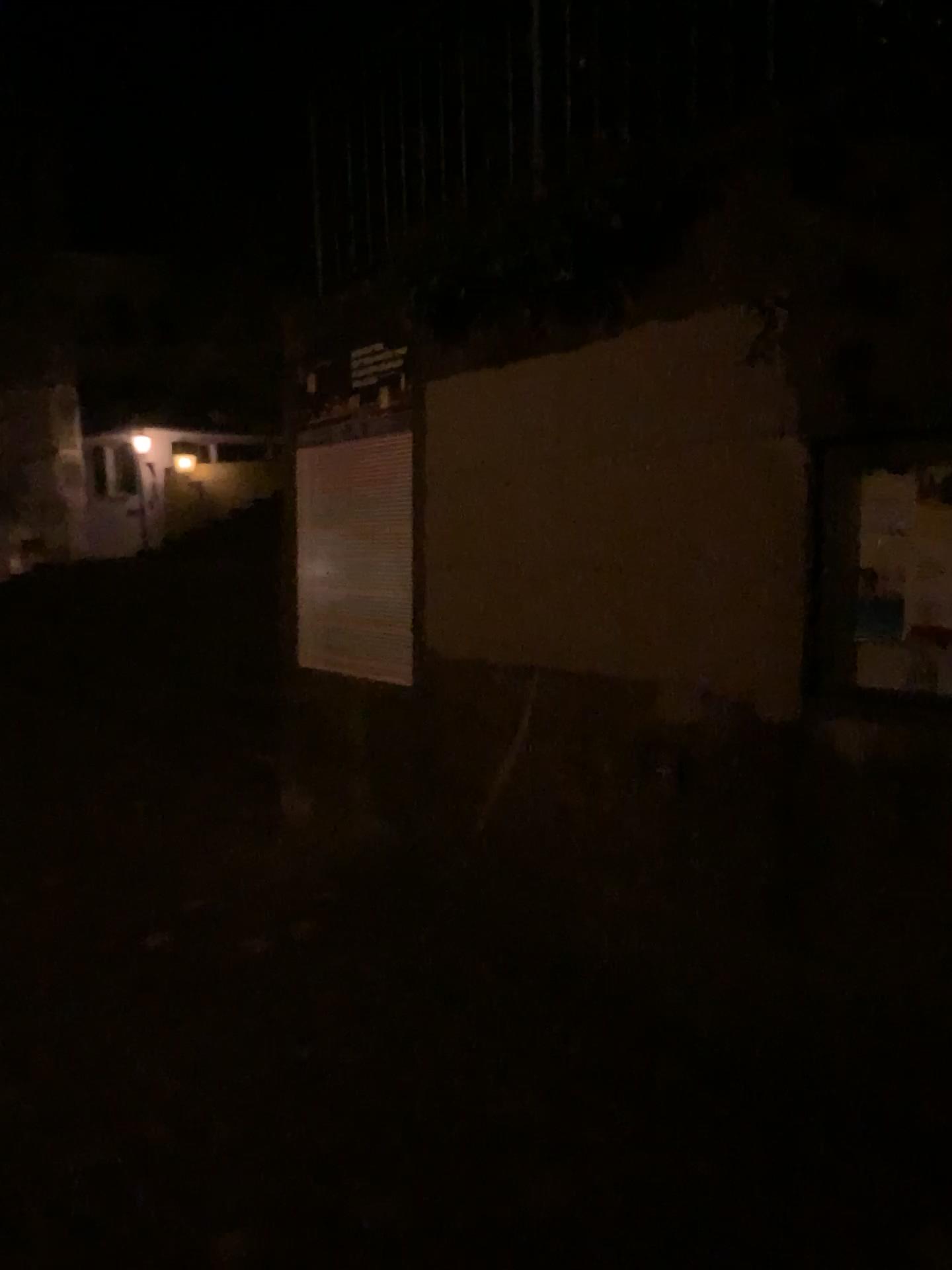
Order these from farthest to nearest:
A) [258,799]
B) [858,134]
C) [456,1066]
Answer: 1. [258,799]
2. [456,1066]
3. [858,134]

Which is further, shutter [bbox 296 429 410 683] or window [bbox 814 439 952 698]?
shutter [bbox 296 429 410 683]

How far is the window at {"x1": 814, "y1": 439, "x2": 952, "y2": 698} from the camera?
2.3 meters

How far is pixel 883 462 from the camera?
2.32m

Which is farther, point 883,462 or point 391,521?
point 391,521
